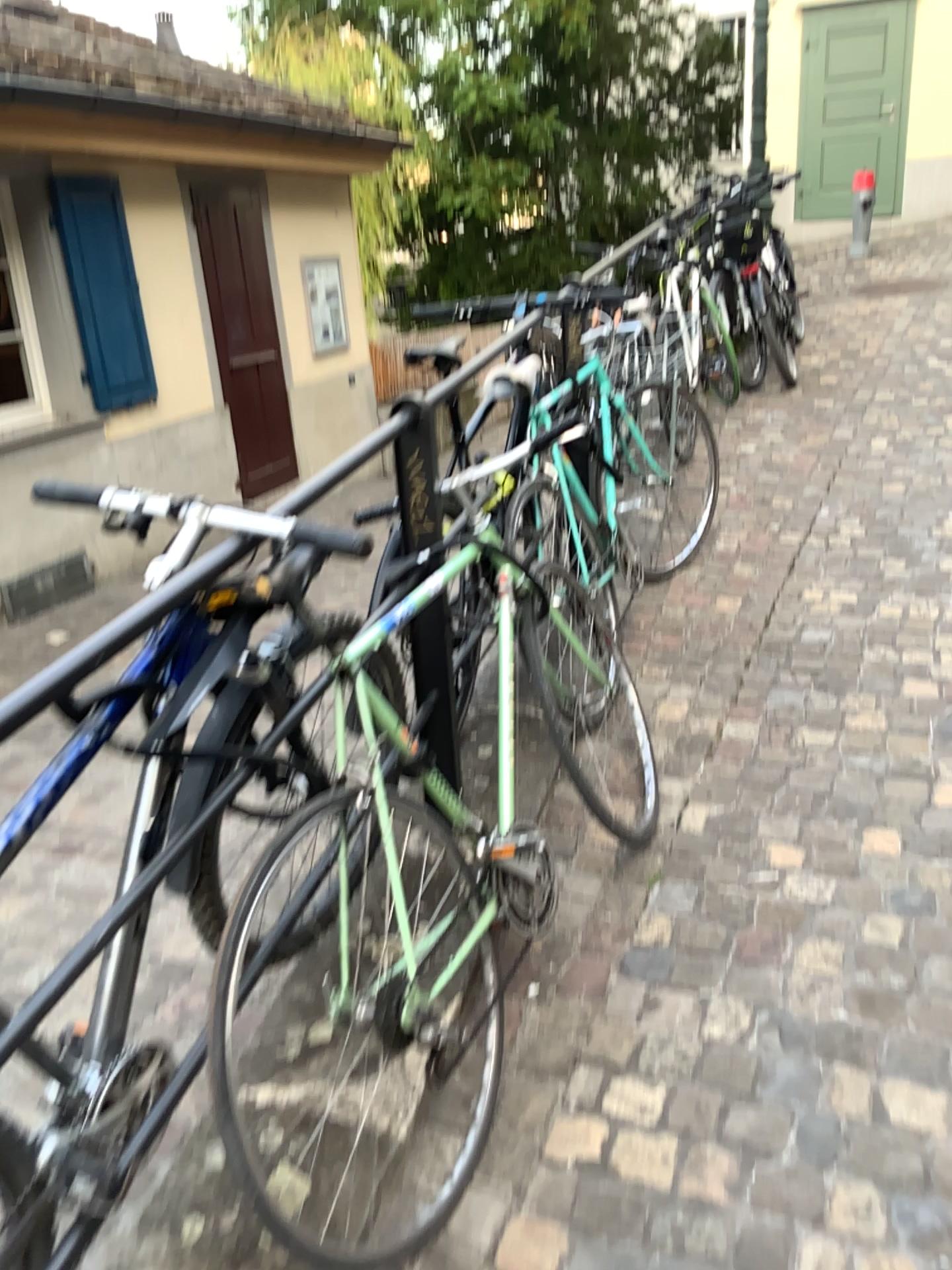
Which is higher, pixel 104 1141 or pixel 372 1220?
pixel 104 1141

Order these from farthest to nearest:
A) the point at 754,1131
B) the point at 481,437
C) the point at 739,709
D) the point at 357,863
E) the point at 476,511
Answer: the point at 739,709
the point at 481,437
the point at 476,511
the point at 357,863
the point at 754,1131
